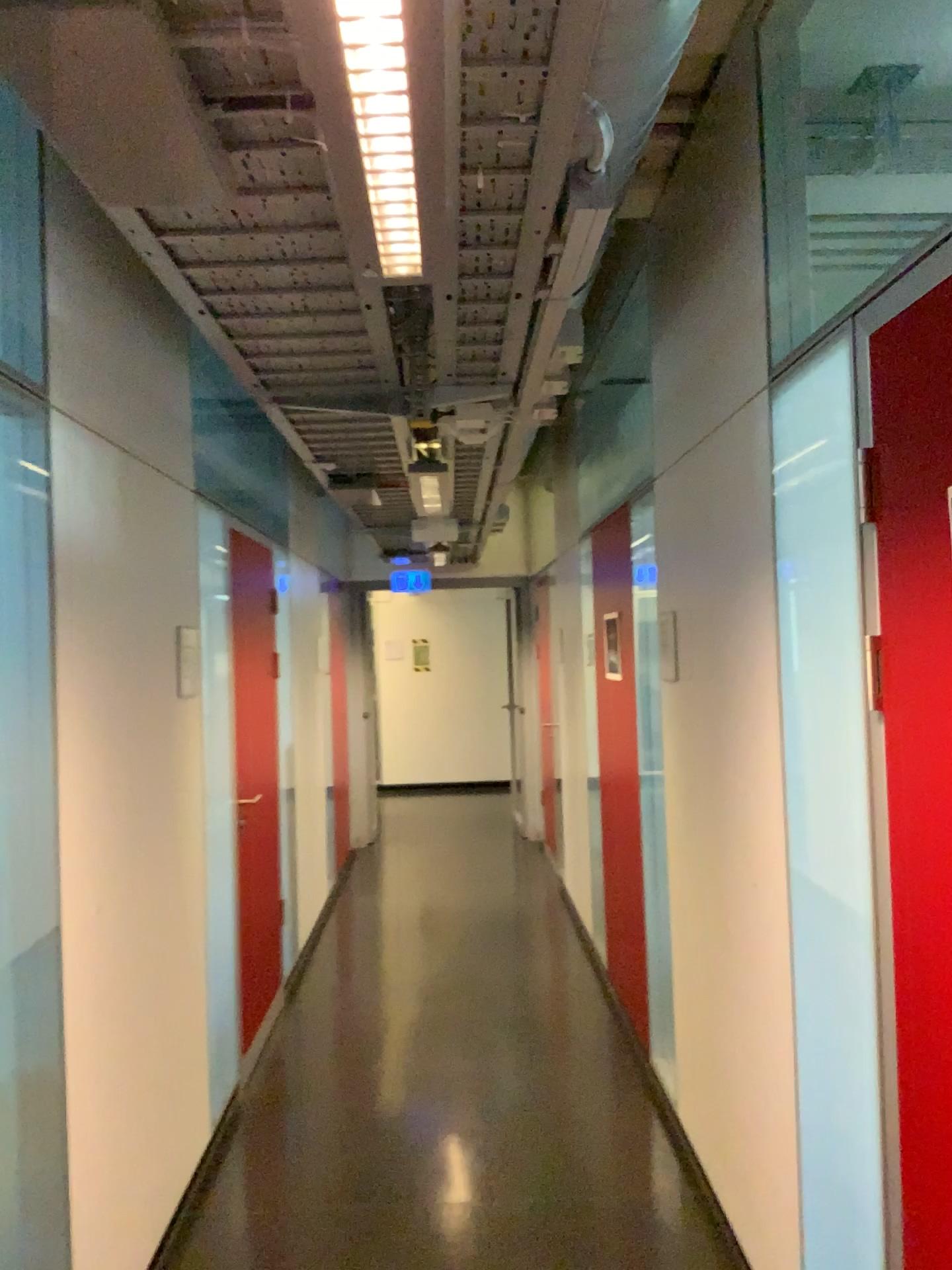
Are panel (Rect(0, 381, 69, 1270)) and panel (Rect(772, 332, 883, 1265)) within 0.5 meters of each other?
no

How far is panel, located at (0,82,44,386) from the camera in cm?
217

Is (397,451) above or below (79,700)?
above

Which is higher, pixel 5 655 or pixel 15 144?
pixel 15 144

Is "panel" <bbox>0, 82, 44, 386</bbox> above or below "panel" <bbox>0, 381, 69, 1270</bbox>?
above

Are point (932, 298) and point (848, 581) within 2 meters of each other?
yes

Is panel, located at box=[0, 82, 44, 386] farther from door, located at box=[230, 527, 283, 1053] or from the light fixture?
door, located at box=[230, 527, 283, 1053]

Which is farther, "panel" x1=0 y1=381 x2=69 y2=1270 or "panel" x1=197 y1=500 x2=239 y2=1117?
"panel" x1=197 y1=500 x2=239 y2=1117

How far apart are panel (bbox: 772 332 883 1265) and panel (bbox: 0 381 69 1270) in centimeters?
149cm

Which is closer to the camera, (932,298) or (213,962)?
(932,298)
